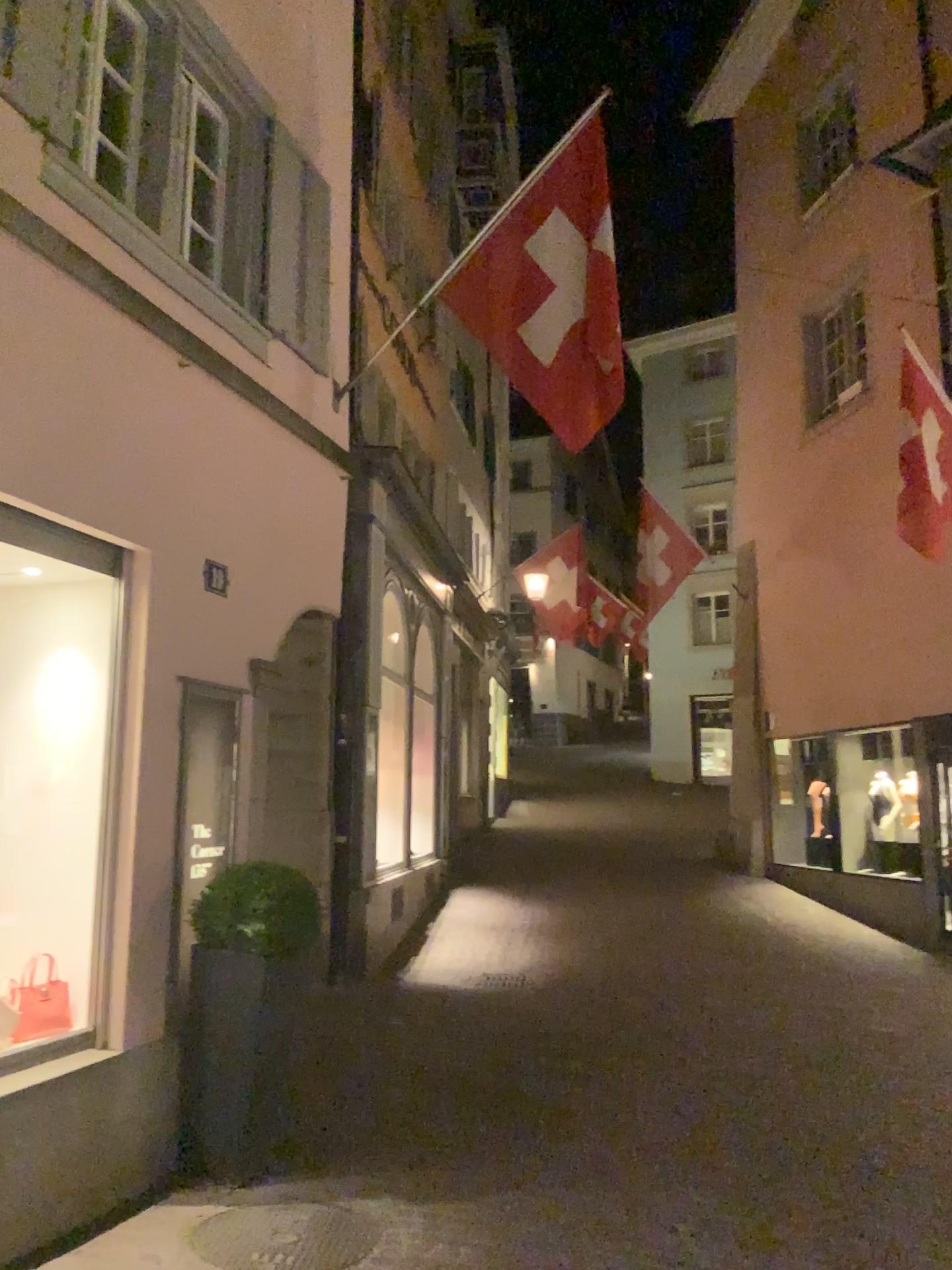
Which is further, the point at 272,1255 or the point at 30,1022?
the point at 30,1022

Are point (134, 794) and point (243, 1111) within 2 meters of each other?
yes

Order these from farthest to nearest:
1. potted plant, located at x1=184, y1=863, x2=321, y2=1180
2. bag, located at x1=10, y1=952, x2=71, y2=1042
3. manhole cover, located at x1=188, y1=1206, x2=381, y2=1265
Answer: potted plant, located at x1=184, y1=863, x2=321, y2=1180, bag, located at x1=10, y1=952, x2=71, y2=1042, manhole cover, located at x1=188, y1=1206, x2=381, y2=1265

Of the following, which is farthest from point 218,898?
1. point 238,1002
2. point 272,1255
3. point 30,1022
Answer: point 272,1255

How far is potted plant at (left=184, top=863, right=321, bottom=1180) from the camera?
4.59m

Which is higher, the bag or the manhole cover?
the bag

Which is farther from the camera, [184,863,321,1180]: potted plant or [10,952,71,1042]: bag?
[184,863,321,1180]: potted plant

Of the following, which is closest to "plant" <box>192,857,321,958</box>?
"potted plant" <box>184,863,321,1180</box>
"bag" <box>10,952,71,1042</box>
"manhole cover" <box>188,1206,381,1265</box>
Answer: "potted plant" <box>184,863,321,1180</box>

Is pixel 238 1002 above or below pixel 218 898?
below

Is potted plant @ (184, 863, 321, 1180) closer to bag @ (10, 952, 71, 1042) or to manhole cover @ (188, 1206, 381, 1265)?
manhole cover @ (188, 1206, 381, 1265)
